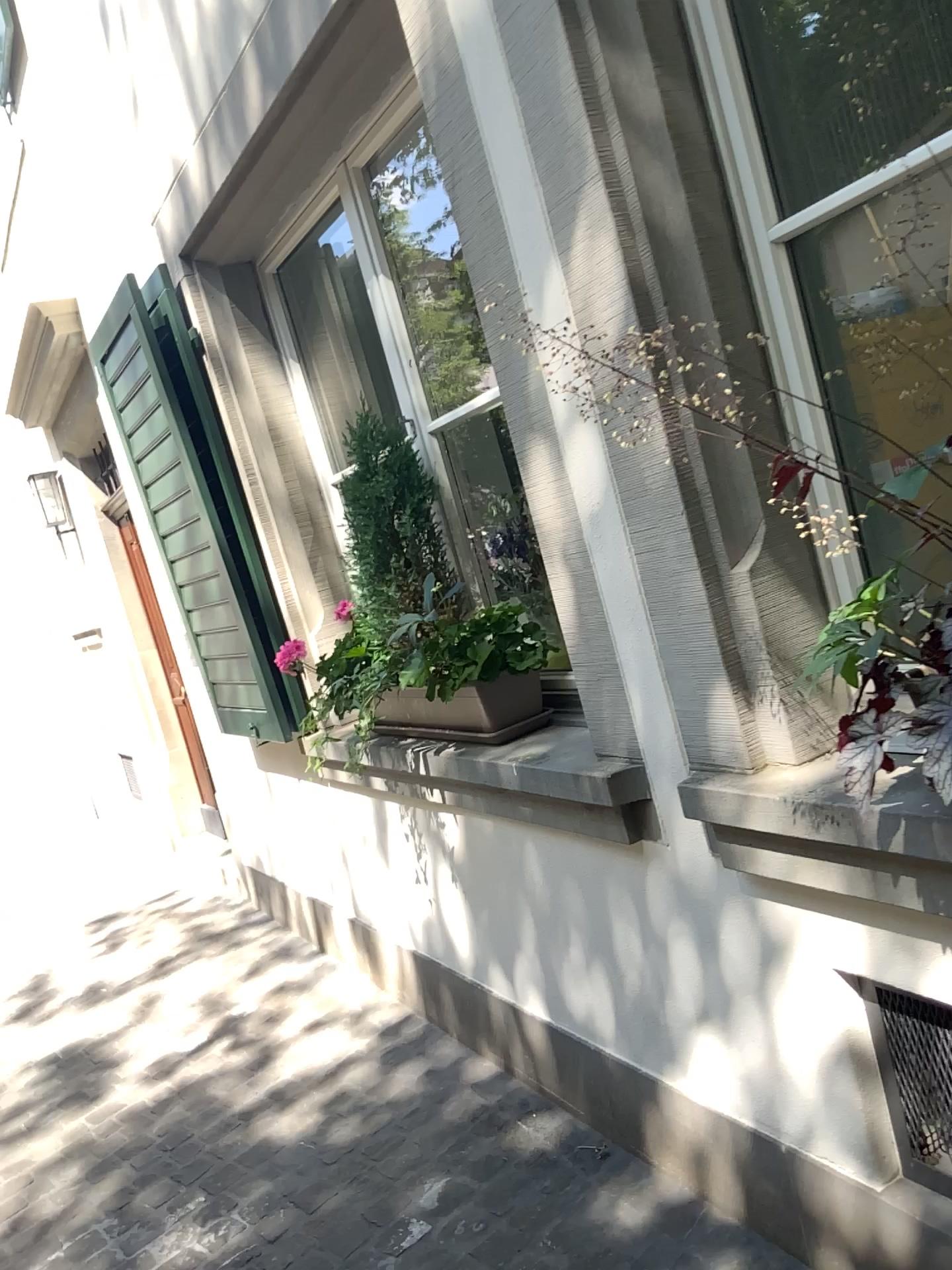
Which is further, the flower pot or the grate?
the flower pot

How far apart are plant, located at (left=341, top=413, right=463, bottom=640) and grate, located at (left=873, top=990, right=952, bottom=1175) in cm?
139

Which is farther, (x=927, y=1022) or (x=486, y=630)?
(x=486, y=630)

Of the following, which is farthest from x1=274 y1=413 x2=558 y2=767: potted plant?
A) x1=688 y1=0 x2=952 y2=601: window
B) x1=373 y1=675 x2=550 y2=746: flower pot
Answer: x1=688 y1=0 x2=952 y2=601: window

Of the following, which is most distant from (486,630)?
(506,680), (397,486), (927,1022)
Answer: (927,1022)

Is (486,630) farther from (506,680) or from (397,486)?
(397,486)

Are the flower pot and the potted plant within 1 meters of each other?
yes

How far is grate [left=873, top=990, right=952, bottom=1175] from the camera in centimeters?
154cm

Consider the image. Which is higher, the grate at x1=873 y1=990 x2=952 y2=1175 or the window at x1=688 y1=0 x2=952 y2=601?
the window at x1=688 y1=0 x2=952 y2=601

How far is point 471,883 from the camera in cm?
262
